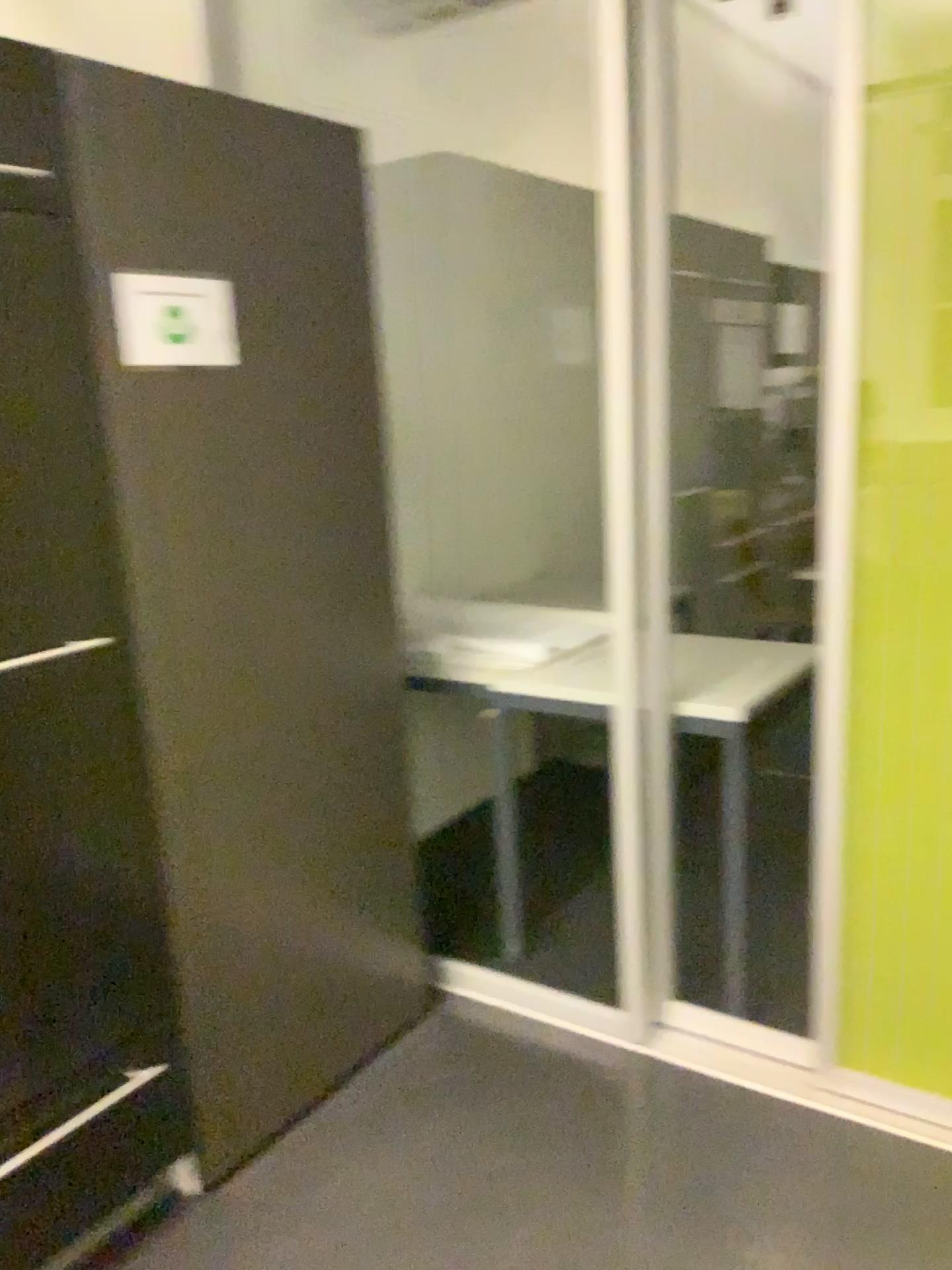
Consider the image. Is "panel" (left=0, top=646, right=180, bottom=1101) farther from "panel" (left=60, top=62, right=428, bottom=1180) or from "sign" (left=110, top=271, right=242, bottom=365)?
"sign" (left=110, top=271, right=242, bottom=365)

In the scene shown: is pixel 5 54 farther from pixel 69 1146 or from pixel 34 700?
pixel 69 1146

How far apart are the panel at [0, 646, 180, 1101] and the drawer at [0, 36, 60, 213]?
0.6m

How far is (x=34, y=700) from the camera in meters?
1.6

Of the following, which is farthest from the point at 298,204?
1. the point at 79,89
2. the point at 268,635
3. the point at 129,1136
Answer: the point at 129,1136

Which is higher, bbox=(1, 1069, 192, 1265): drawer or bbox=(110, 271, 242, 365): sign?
bbox=(110, 271, 242, 365): sign

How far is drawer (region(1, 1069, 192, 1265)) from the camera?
1.7 meters

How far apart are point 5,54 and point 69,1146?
1.6 meters

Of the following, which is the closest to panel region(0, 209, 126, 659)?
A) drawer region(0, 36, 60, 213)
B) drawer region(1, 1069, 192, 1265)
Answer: drawer region(0, 36, 60, 213)

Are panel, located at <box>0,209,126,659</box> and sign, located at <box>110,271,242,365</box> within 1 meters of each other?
yes
